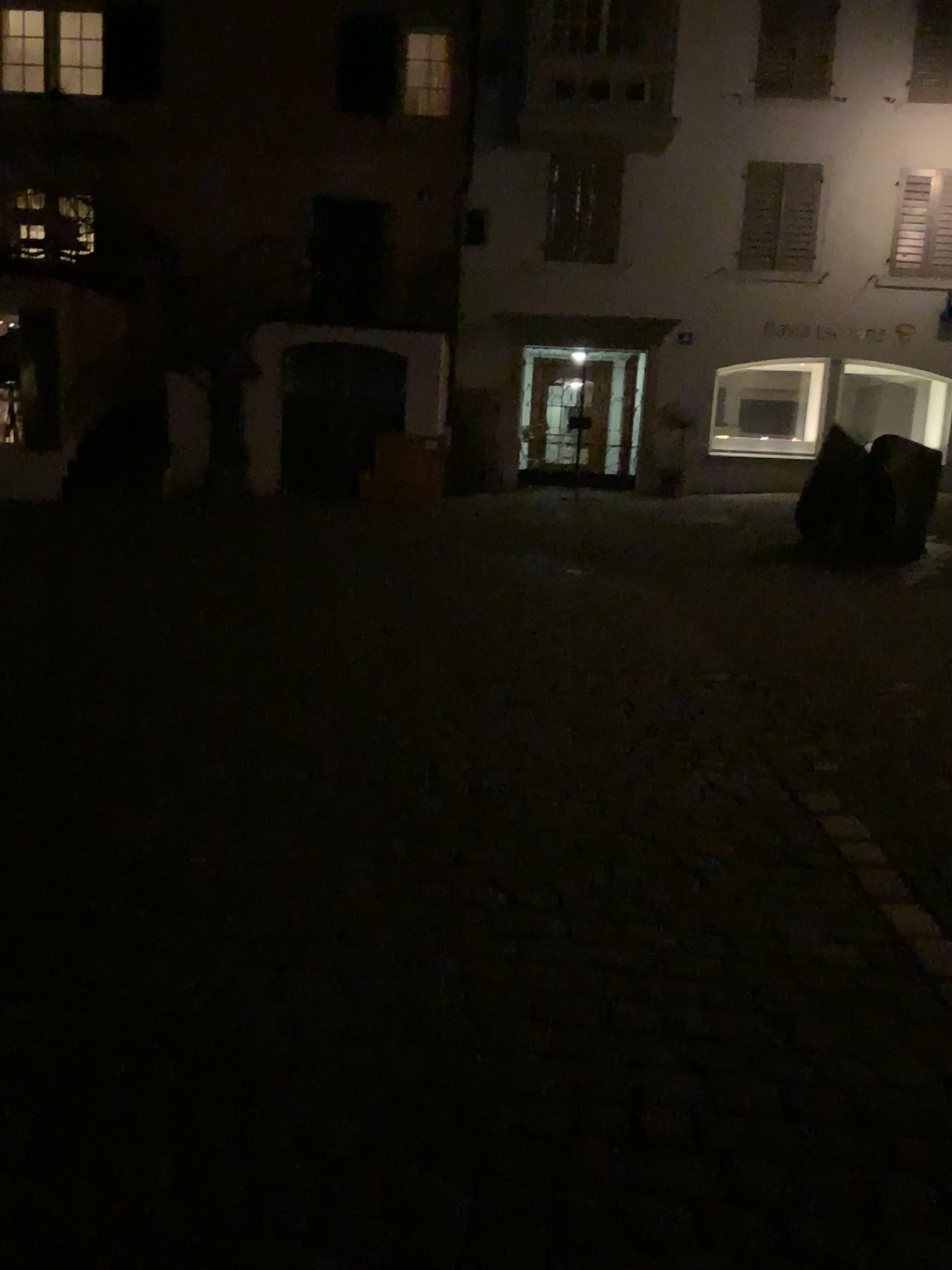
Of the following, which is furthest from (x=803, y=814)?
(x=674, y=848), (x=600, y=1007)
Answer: (x=600, y=1007)
